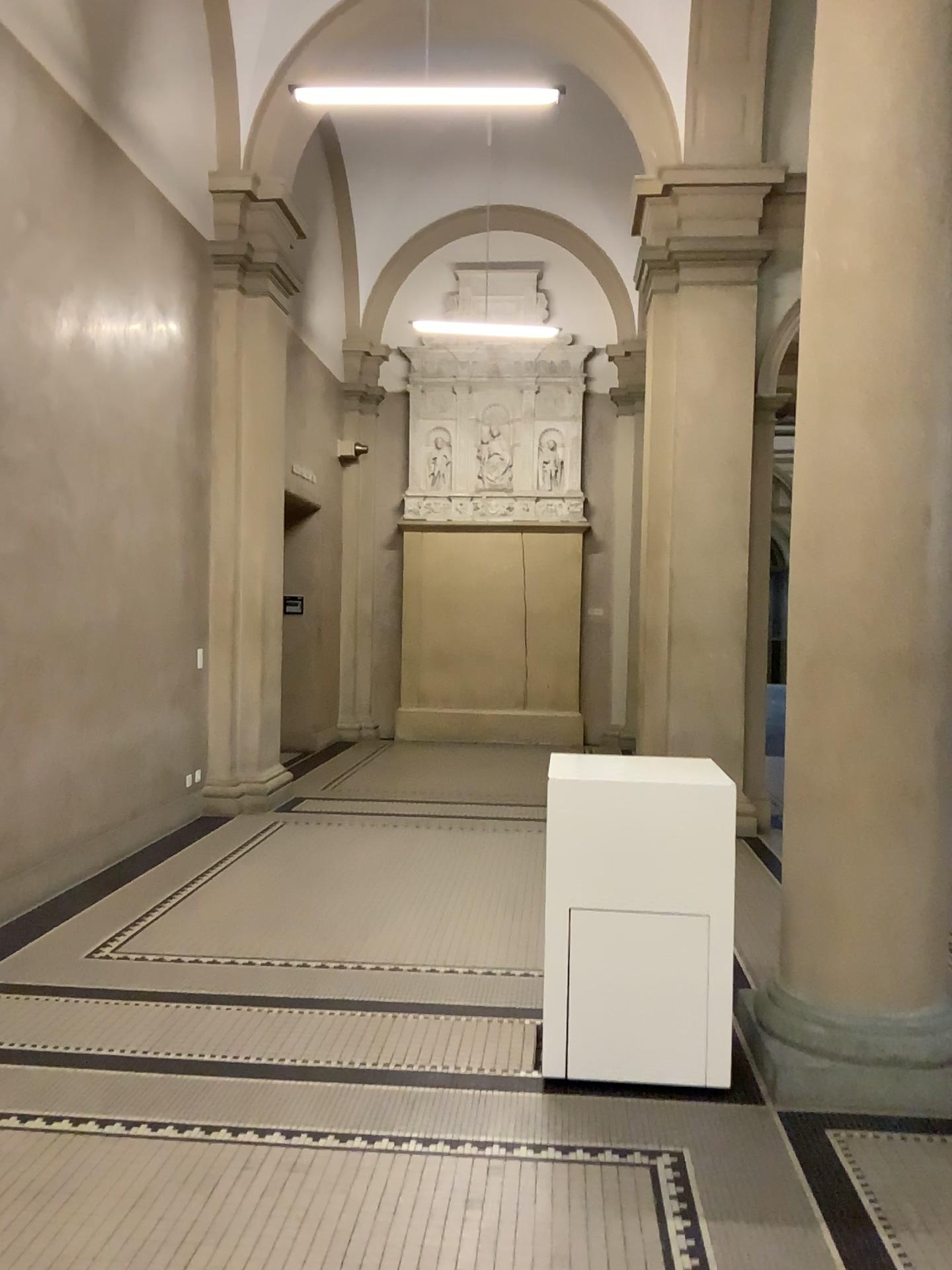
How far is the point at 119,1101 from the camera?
3.2m

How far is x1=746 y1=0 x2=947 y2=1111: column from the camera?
3.3 meters

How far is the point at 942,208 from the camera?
3.3 meters
